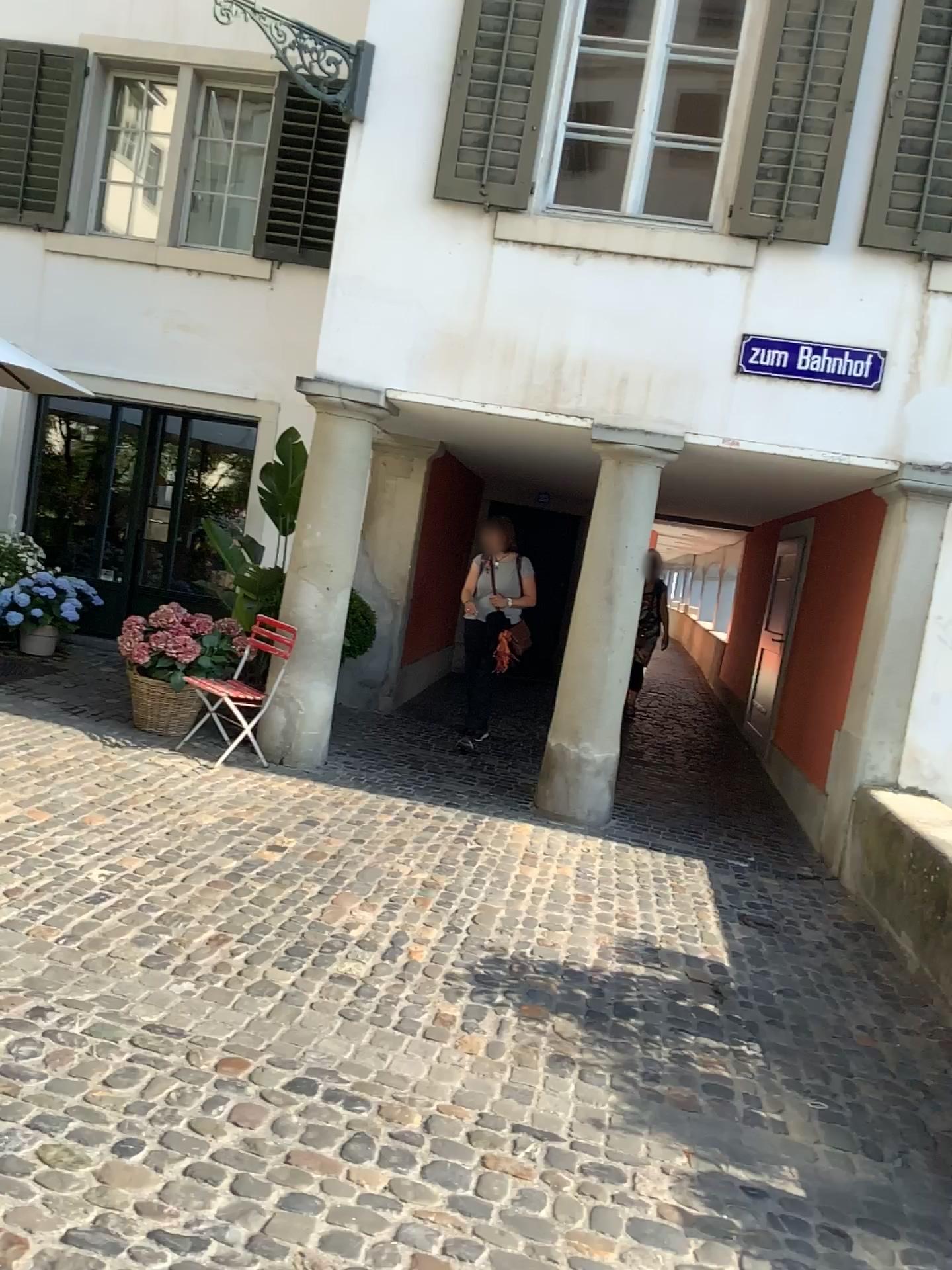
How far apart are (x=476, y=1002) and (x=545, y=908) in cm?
108
